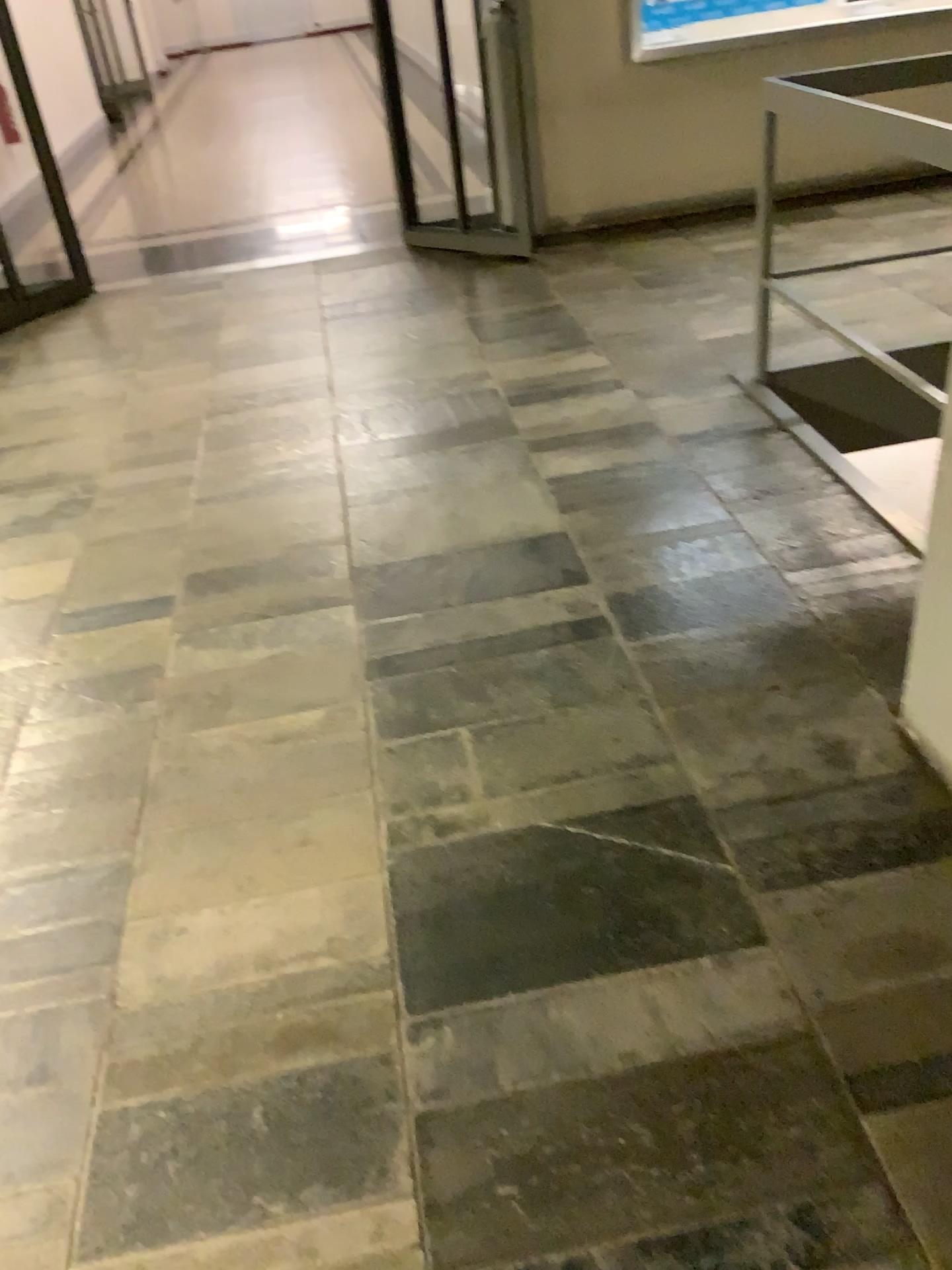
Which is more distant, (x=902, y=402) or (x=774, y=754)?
(x=902, y=402)
